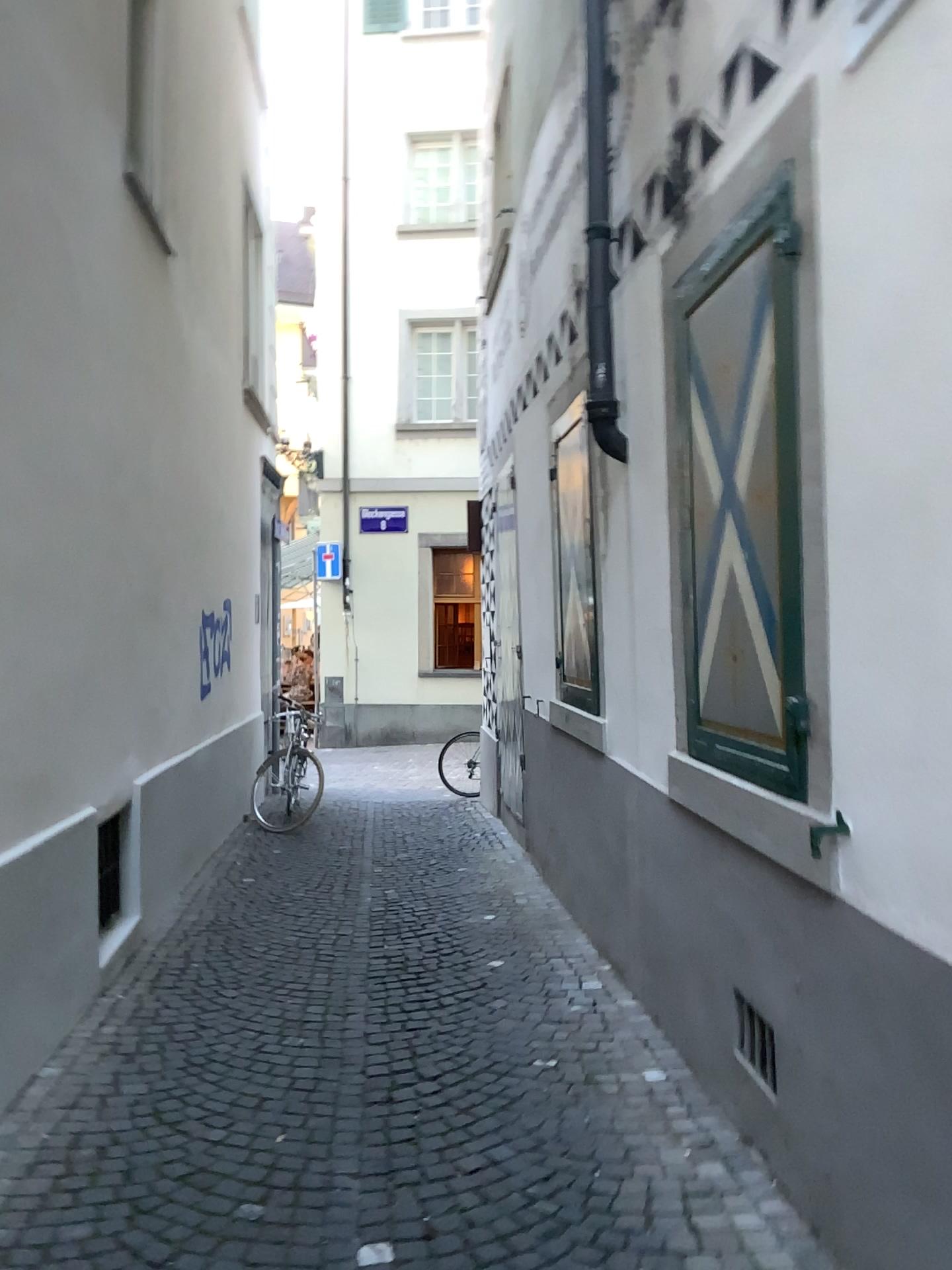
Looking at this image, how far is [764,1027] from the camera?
2.73m

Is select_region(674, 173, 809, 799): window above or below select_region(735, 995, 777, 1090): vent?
above

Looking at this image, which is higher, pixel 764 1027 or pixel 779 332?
pixel 779 332

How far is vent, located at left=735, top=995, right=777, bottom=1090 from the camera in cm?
273

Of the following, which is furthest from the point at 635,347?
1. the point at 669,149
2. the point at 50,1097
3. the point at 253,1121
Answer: the point at 50,1097
